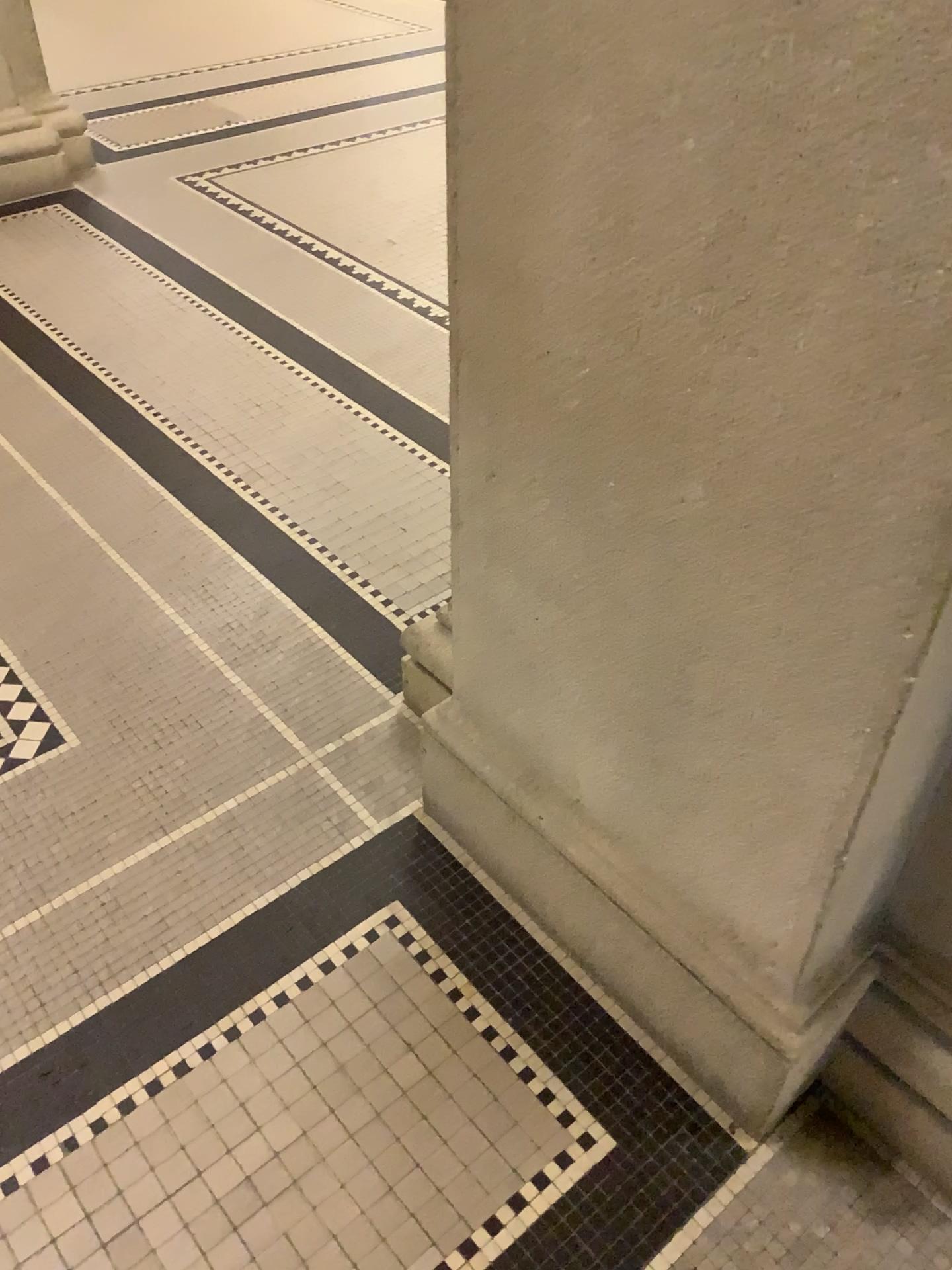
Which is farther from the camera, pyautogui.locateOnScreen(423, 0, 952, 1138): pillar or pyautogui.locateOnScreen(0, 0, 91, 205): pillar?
pyautogui.locateOnScreen(0, 0, 91, 205): pillar

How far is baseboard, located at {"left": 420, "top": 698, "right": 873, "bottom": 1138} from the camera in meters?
1.3 m

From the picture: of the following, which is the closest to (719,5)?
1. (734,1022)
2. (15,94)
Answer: (734,1022)

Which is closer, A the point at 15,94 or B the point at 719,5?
B the point at 719,5

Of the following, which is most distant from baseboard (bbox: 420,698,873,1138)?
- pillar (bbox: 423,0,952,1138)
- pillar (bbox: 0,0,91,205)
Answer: pillar (bbox: 0,0,91,205)

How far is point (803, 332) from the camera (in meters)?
0.84

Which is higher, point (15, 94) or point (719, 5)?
point (719, 5)

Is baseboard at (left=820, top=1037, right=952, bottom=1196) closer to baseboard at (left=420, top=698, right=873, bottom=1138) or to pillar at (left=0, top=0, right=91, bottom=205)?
baseboard at (left=420, top=698, right=873, bottom=1138)

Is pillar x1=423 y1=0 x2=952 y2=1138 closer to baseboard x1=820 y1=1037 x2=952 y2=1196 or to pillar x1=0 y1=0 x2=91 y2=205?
baseboard x1=820 y1=1037 x2=952 y2=1196

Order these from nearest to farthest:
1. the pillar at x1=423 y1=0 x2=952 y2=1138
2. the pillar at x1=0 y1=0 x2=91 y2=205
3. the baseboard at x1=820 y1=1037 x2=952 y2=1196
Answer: the pillar at x1=423 y1=0 x2=952 y2=1138
the baseboard at x1=820 y1=1037 x2=952 y2=1196
the pillar at x1=0 y1=0 x2=91 y2=205
